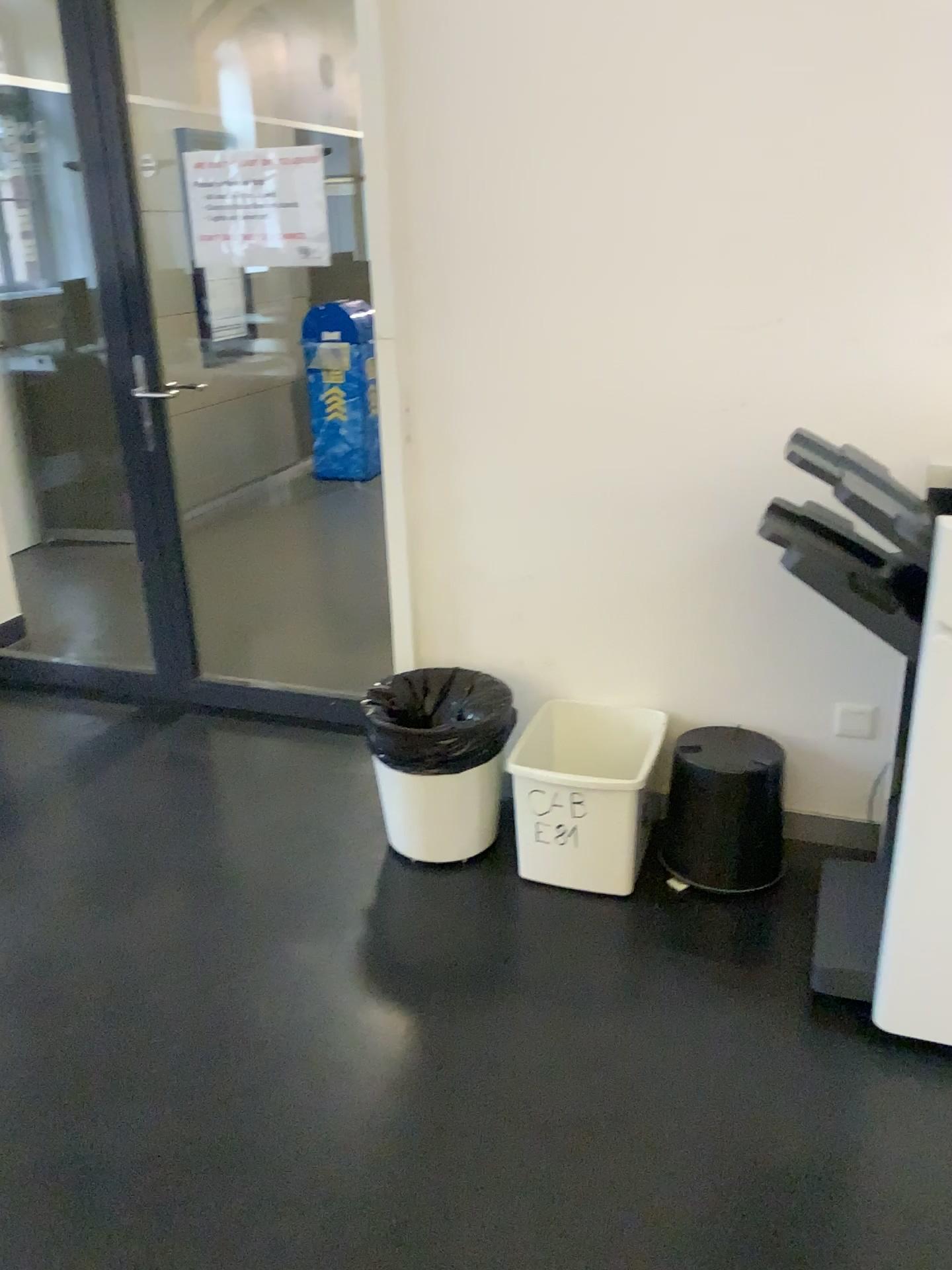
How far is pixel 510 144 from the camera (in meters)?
2.33

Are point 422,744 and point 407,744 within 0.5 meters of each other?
yes

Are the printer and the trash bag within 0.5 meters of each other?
no

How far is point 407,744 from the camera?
2.48m

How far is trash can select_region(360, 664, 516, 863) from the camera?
2.5m

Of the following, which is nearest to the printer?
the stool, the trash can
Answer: the stool

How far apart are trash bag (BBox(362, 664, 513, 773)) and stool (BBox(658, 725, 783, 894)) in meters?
0.4

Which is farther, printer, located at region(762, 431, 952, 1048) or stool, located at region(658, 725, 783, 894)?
stool, located at region(658, 725, 783, 894)

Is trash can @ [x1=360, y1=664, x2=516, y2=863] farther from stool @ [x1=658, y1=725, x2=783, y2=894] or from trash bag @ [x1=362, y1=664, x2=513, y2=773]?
A: stool @ [x1=658, y1=725, x2=783, y2=894]

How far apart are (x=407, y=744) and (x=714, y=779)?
0.71m
